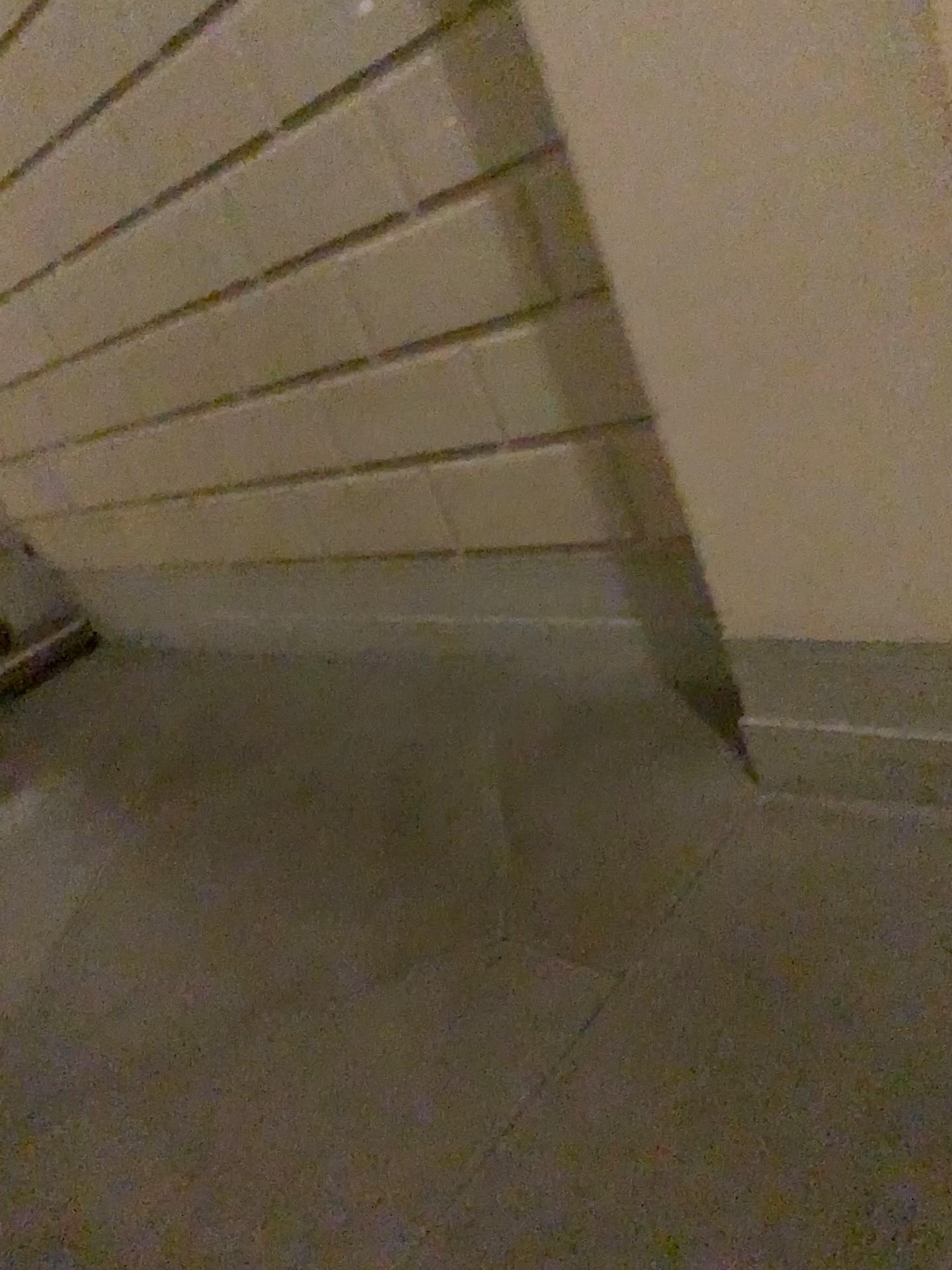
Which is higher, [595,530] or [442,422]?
[442,422]

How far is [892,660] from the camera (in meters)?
1.70

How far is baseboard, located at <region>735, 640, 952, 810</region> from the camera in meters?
1.7 m
